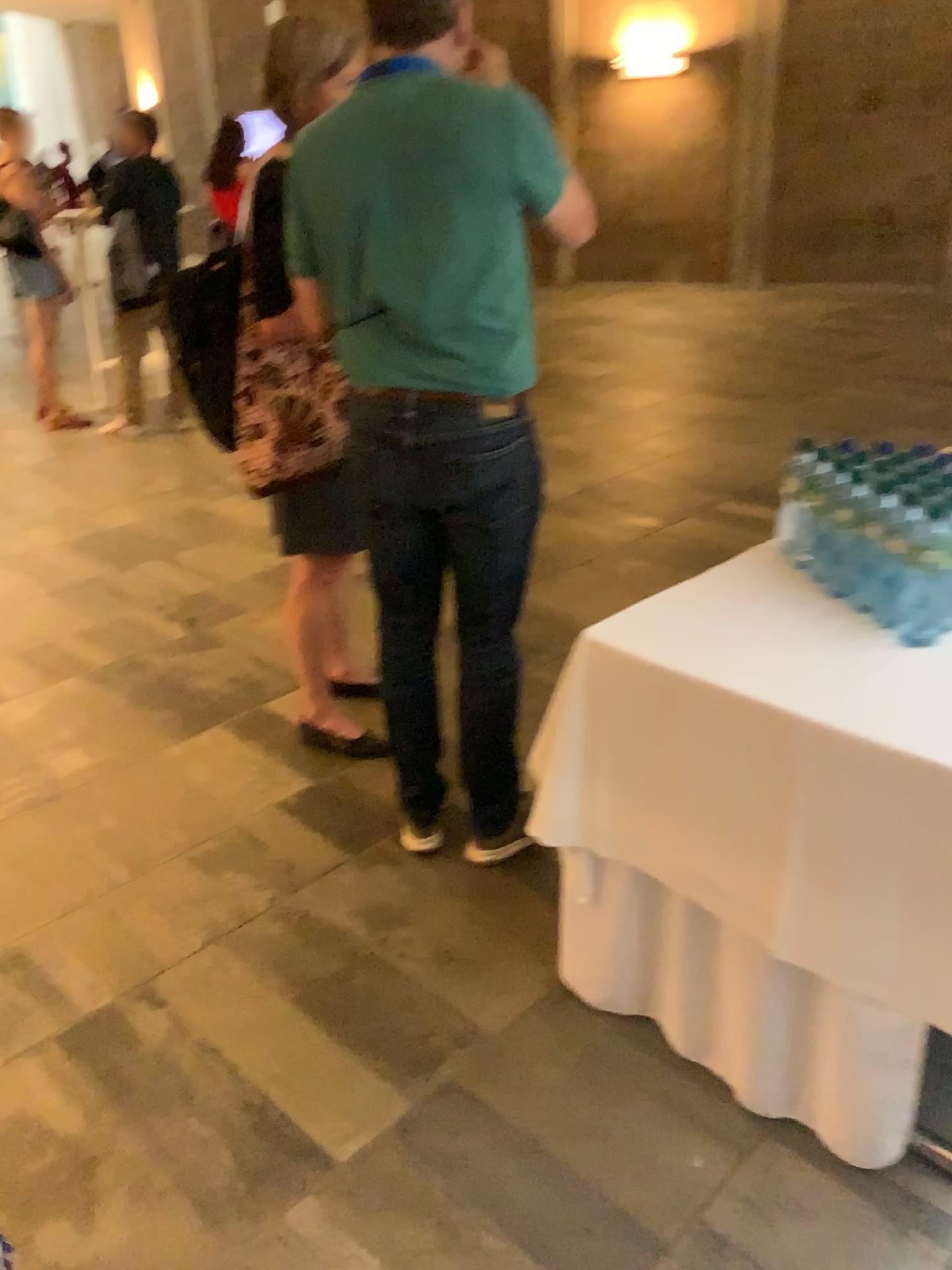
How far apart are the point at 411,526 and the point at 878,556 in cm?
96

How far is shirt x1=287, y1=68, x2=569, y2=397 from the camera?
1.7 meters

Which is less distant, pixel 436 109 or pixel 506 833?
pixel 436 109

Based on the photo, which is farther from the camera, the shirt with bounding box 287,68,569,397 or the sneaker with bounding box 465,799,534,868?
the sneaker with bounding box 465,799,534,868

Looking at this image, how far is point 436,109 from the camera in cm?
172

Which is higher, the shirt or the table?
the shirt

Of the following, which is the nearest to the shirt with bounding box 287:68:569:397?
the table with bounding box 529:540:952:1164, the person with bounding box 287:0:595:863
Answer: the person with bounding box 287:0:595:863

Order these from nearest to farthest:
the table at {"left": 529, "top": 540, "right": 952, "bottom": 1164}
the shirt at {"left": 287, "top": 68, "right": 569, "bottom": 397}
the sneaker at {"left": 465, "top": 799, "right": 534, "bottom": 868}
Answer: the table at {"left": 529, "top": 540, "right": 952, "bottom": 1164} → the shirt at {"left": 287, "top": 68, "right": 569, "bottom": 397} → the sneaker at {"left": 465, "top": 799, "right": 534, "bottom": 868}

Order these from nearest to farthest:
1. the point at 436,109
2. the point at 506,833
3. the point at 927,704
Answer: the point at 927,704, the point at 436,109, the point at 506,833

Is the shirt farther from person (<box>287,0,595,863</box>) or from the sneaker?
the sneaker
